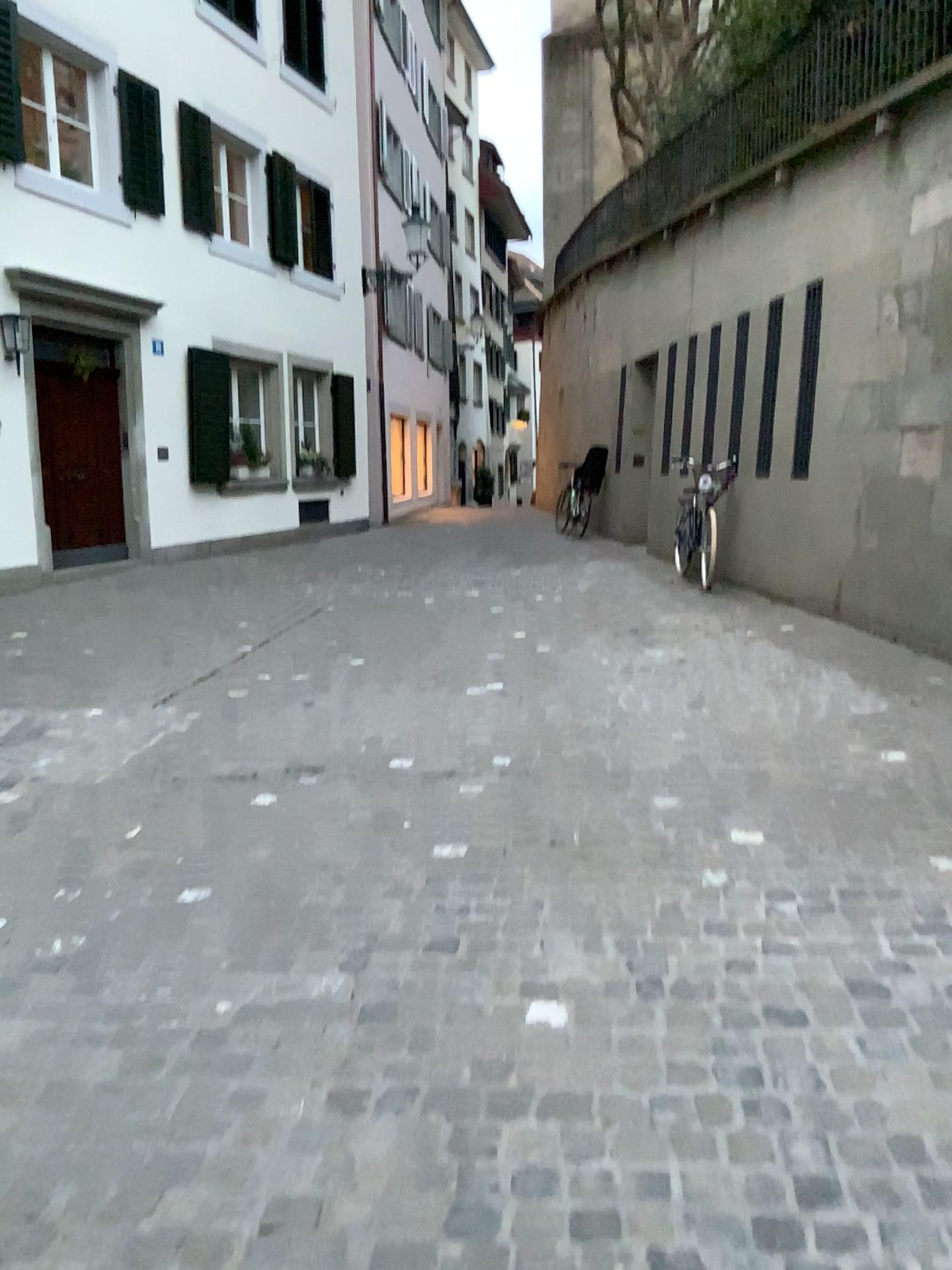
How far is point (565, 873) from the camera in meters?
3.3 m
